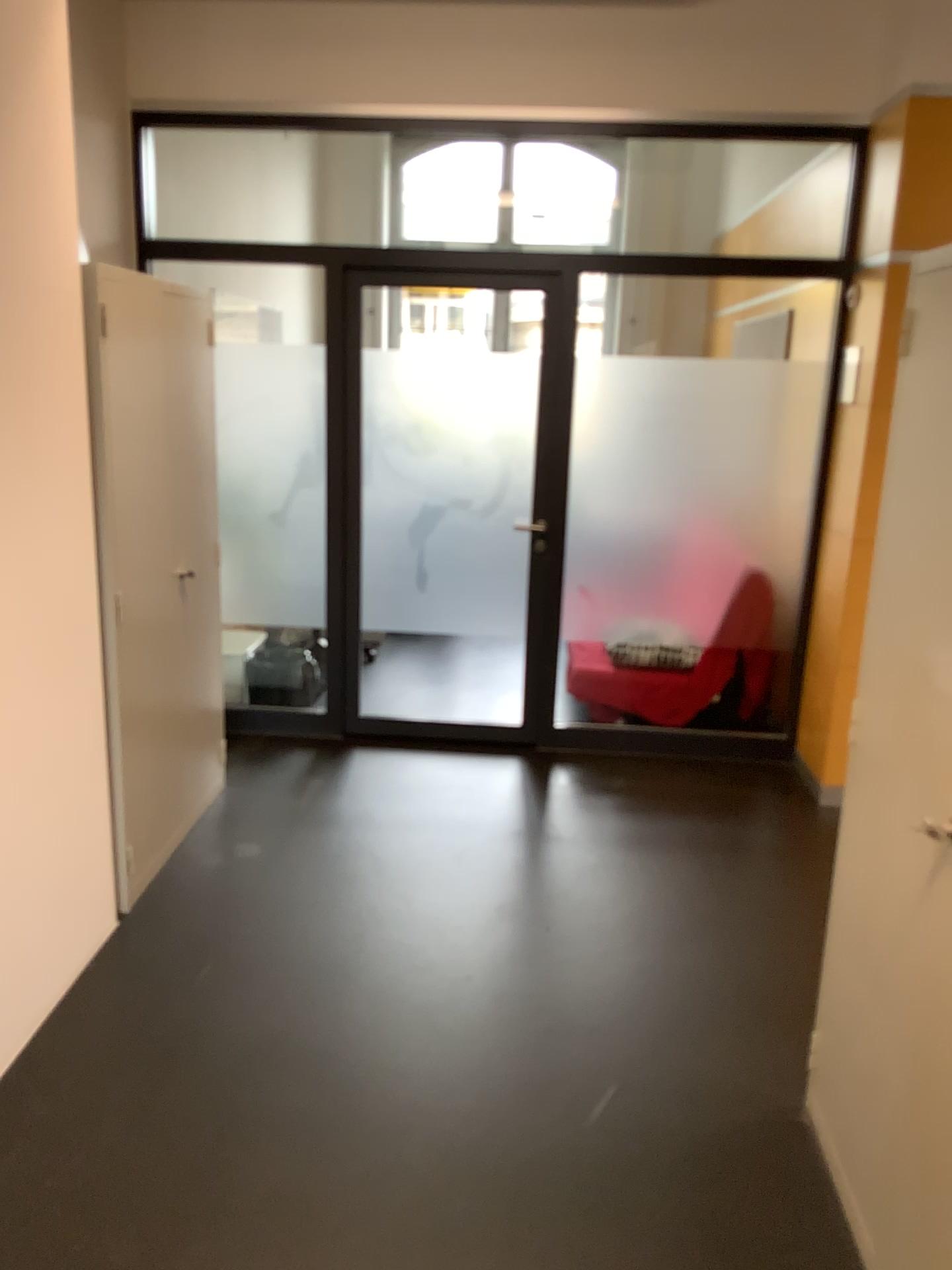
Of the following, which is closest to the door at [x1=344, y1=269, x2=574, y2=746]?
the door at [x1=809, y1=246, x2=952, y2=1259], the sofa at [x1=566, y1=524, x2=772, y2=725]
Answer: the sofa at [x1=566, y1=524, x2=772, y2=725]

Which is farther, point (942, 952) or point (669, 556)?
point (669, 556)

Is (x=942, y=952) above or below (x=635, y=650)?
above

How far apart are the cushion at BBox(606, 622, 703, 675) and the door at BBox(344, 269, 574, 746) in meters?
0.3 m

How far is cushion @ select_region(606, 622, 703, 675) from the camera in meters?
4.6 m

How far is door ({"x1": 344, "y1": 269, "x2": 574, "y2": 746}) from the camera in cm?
441

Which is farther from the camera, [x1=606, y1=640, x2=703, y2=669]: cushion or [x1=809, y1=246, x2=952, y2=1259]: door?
[x1=606, y1=640, x2=703, y2=669]: cushion

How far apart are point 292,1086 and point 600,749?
2.46m

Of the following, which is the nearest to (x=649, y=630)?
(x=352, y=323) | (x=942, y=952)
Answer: (x=352, y=323)

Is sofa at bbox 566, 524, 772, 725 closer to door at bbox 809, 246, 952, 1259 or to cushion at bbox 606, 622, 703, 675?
cushion at bbox 606, 622, 703, 675
